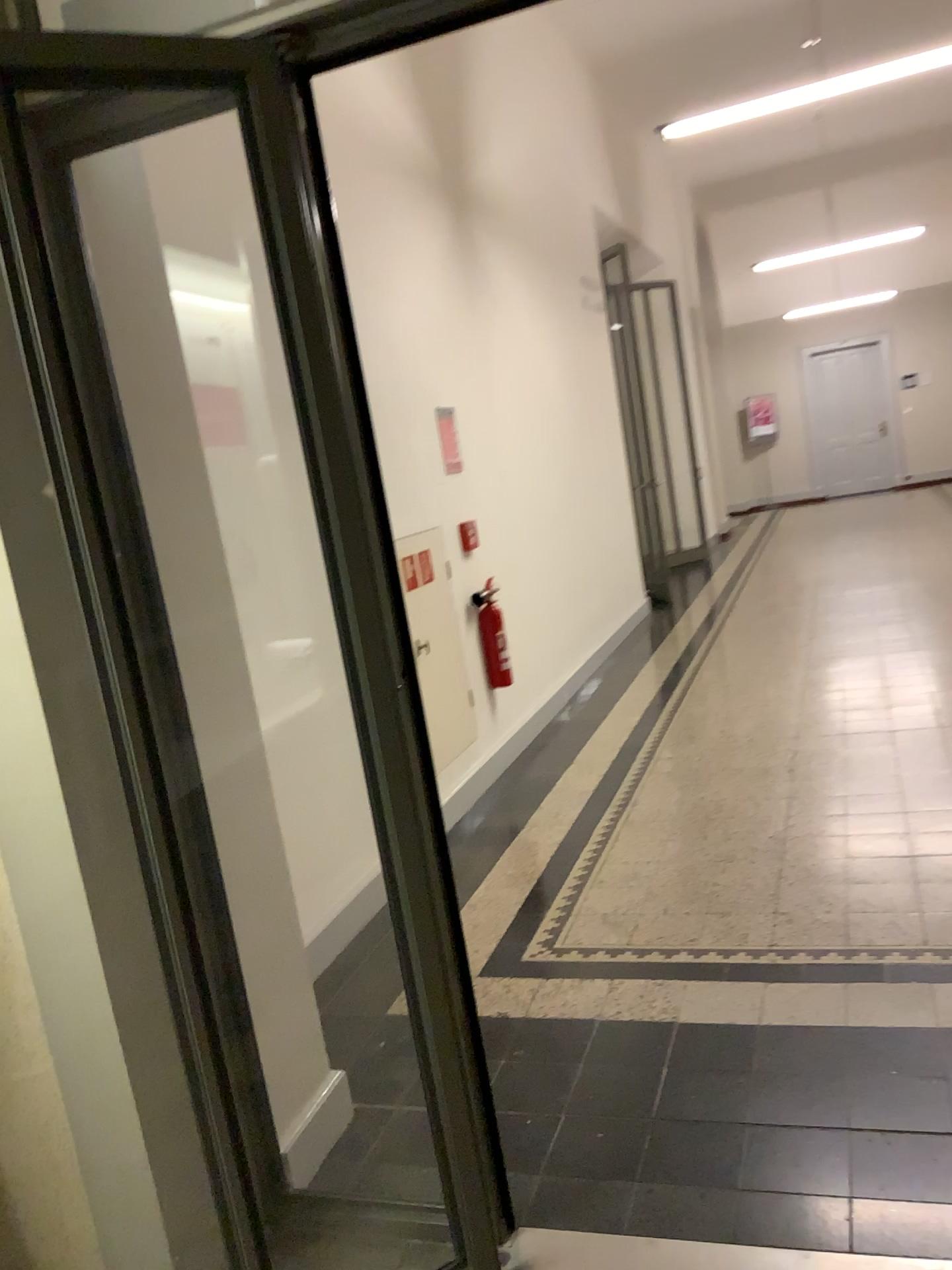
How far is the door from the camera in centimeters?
148cm

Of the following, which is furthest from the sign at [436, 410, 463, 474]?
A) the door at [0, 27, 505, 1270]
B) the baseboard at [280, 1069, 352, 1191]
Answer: the baseboard at [280, 1069, 352, 1191]

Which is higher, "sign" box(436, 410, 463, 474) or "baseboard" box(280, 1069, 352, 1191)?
"sign" box(436, 410, 463, 474)

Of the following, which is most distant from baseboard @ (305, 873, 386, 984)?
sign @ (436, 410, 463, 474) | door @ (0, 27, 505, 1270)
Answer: sign @ (436, 410, 463, 474)

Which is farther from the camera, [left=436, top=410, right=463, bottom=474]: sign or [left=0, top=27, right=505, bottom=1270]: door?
[left=436, top=410, right=463, bottom=474]: sign

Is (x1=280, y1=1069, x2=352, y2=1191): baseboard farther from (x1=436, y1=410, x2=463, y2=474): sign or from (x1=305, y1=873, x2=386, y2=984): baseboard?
(x1=436, y1=410, x2=463, y2=474): sign

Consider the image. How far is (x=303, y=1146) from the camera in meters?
1.7

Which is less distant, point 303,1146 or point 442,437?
point 303,1146

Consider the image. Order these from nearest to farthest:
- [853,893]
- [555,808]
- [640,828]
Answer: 1. [853,893]
2. [640,828]
3. [555,808]

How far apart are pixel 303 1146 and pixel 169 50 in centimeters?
168cm
